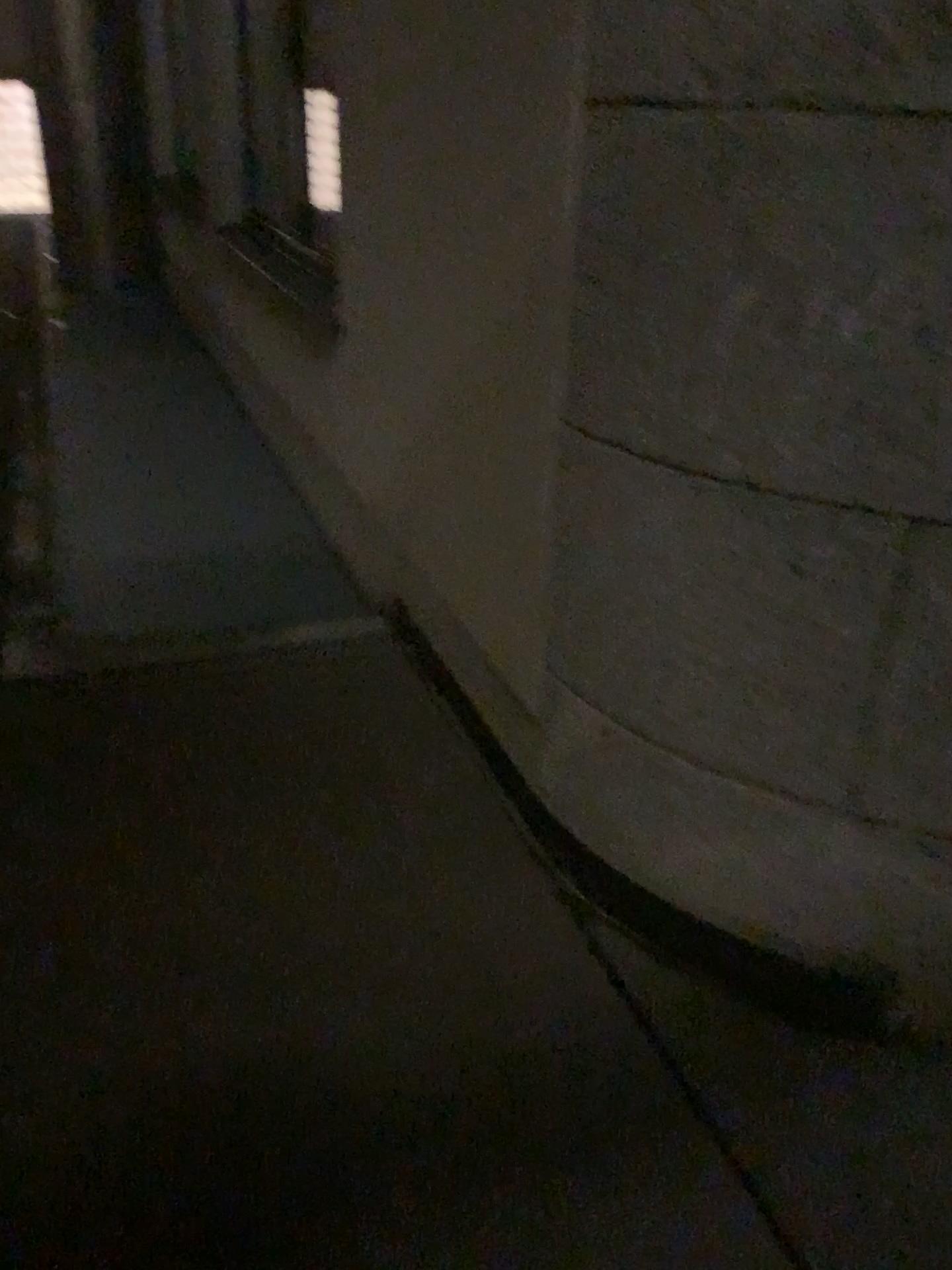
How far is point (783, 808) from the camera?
1.8 meters
